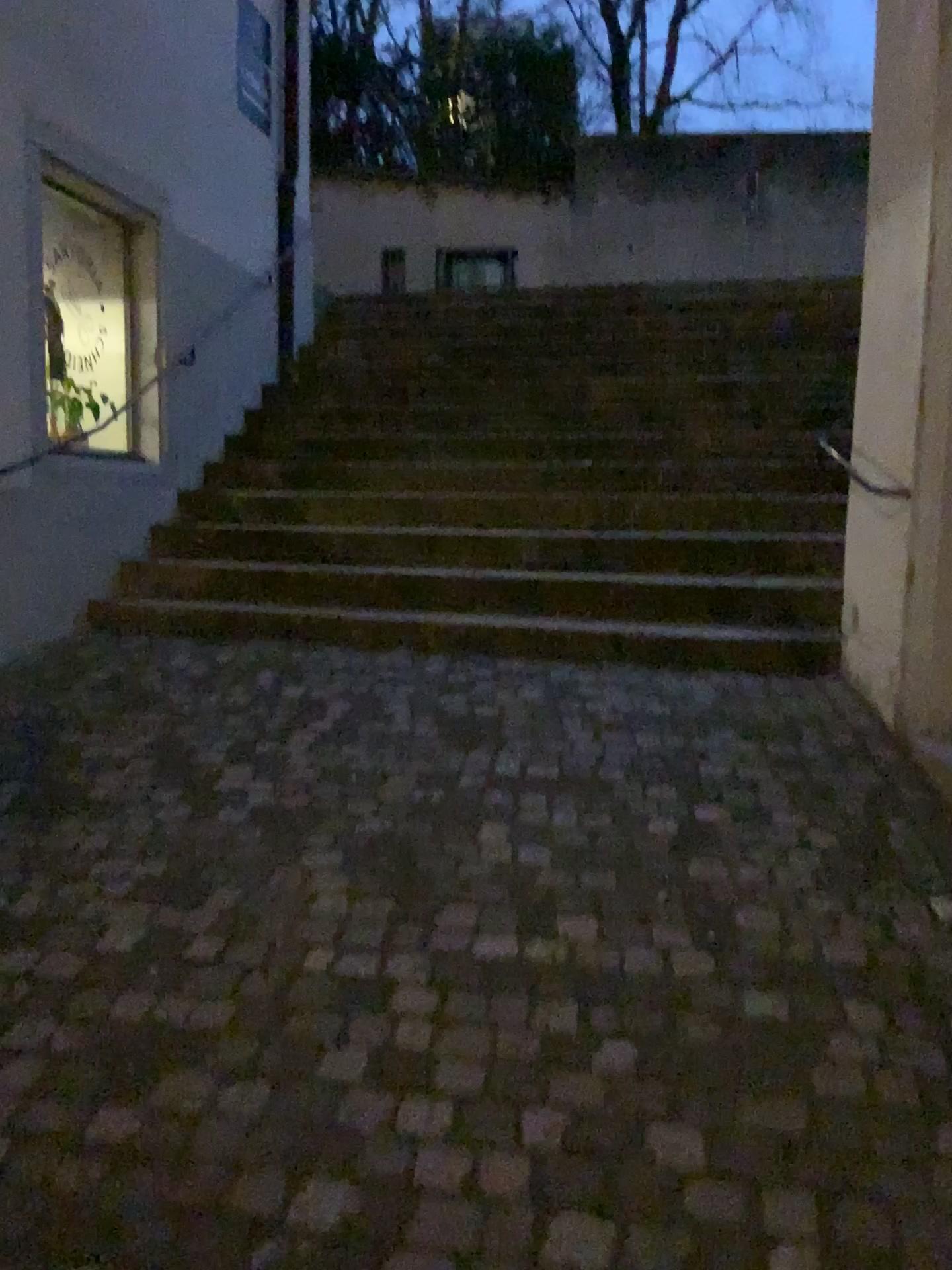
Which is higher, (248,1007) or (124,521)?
(124,521)
